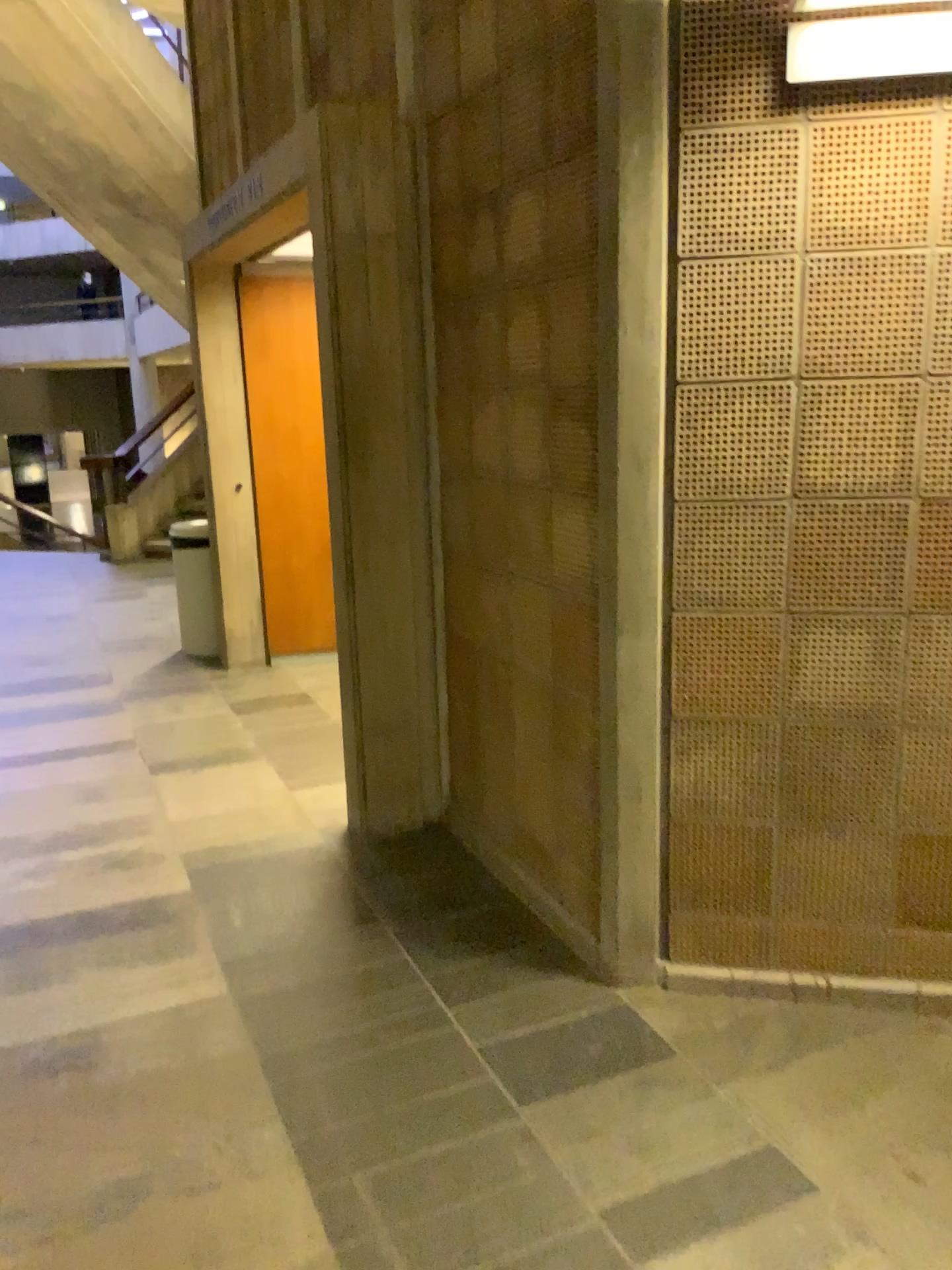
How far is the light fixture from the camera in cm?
198

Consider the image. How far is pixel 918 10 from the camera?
2.0m

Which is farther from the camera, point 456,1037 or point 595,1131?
point 456,1037
